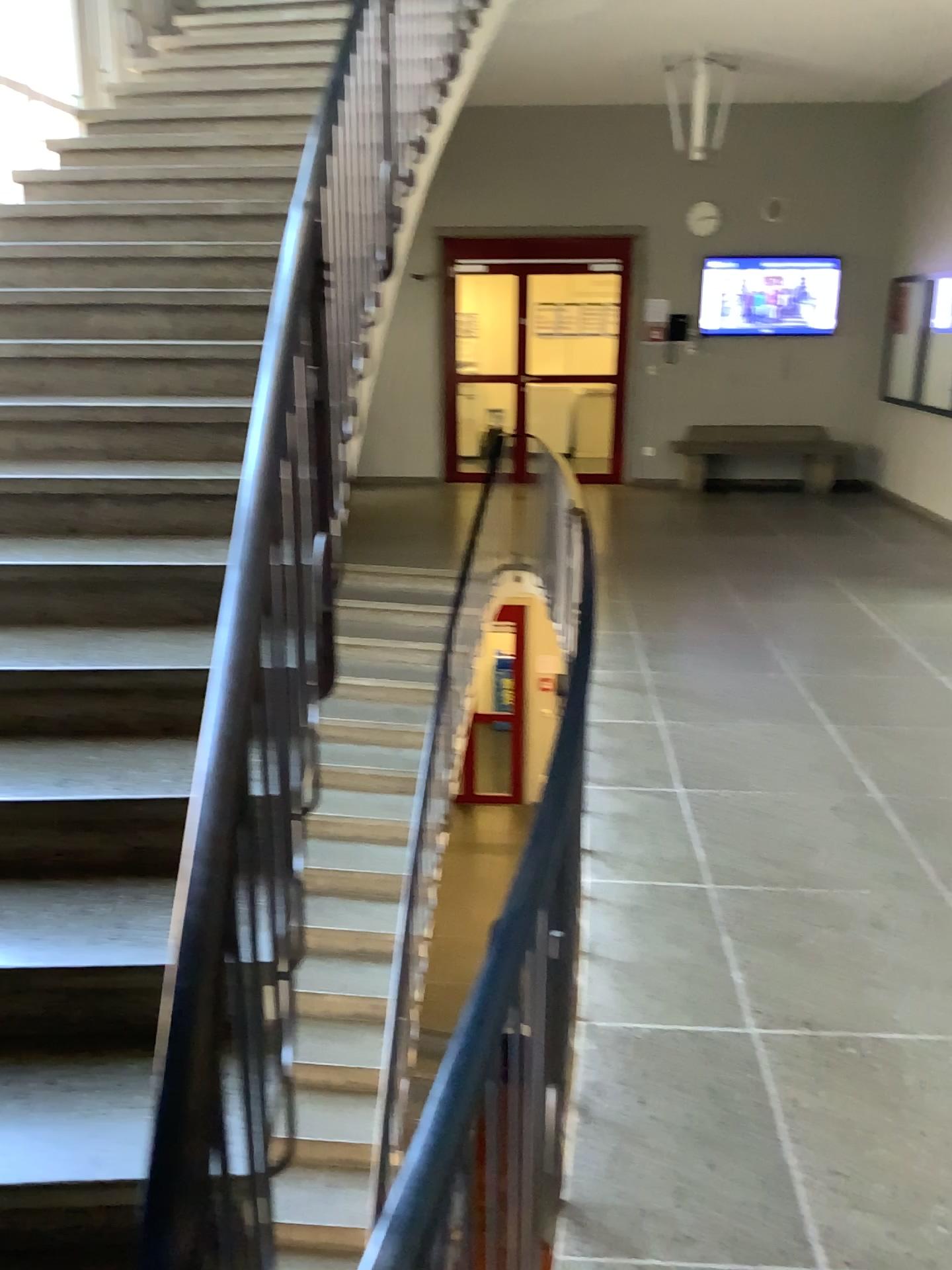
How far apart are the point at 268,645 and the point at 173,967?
0.7 meters
